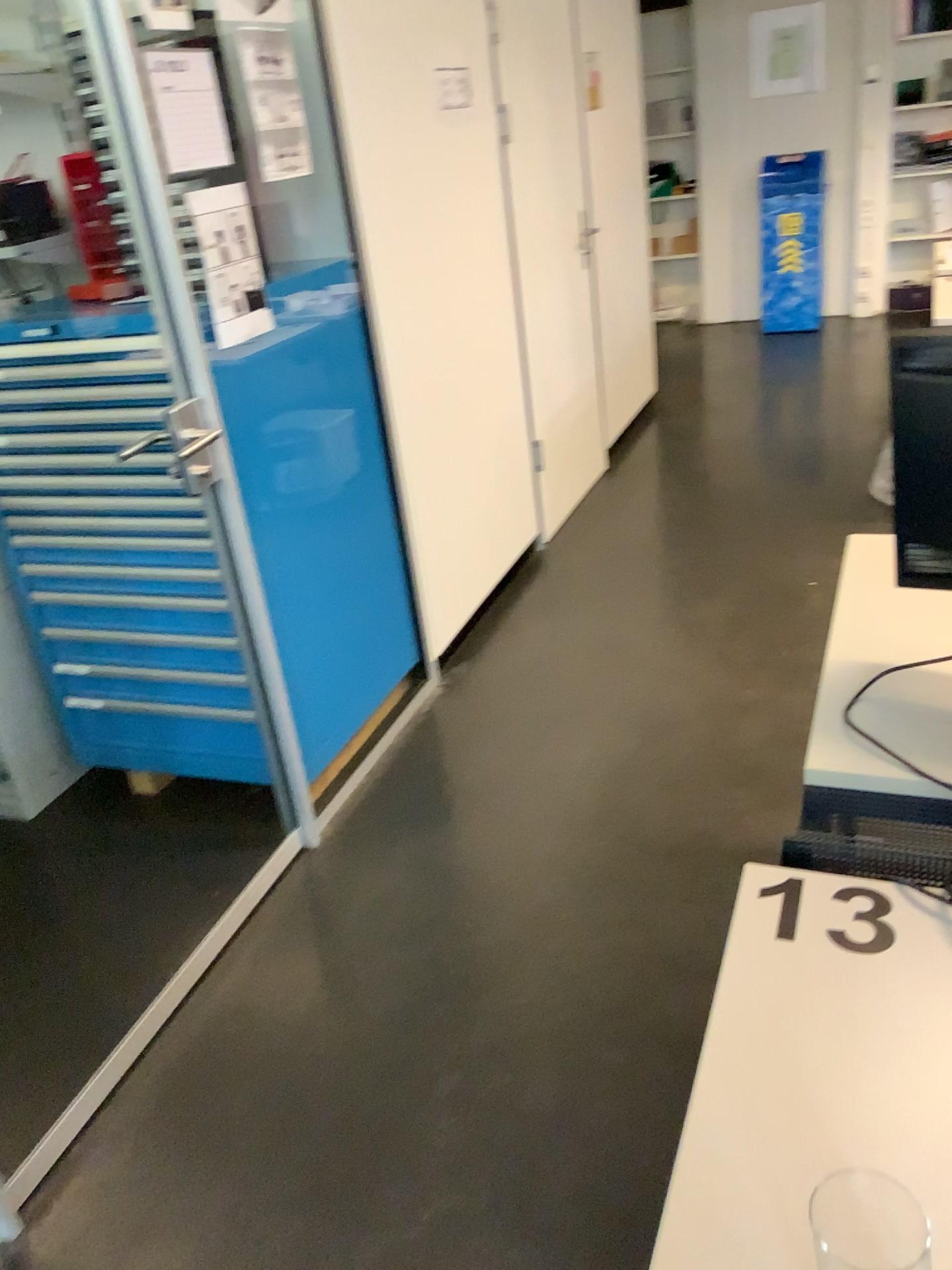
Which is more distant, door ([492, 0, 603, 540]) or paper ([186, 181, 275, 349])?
door ([492, 0, 603, 540])

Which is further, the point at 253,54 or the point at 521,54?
the point at 521,54

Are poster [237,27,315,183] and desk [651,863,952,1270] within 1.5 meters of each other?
no

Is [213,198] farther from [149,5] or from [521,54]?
[521,54]

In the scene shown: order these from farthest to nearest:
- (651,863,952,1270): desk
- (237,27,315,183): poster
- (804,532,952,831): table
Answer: (237,27,315,183): poster → (804,532,952,831): table → (651,863,952,1270): desk

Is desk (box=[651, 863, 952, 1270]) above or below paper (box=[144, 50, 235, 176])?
below

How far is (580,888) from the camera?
2.29m

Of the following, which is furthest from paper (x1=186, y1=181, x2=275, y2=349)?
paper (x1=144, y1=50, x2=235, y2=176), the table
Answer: the table

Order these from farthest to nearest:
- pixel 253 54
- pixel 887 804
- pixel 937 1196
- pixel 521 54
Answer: pixel 521 54
pixel 253 54
pixel 887 804
pixel 937 1196

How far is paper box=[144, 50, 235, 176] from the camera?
1.9m
